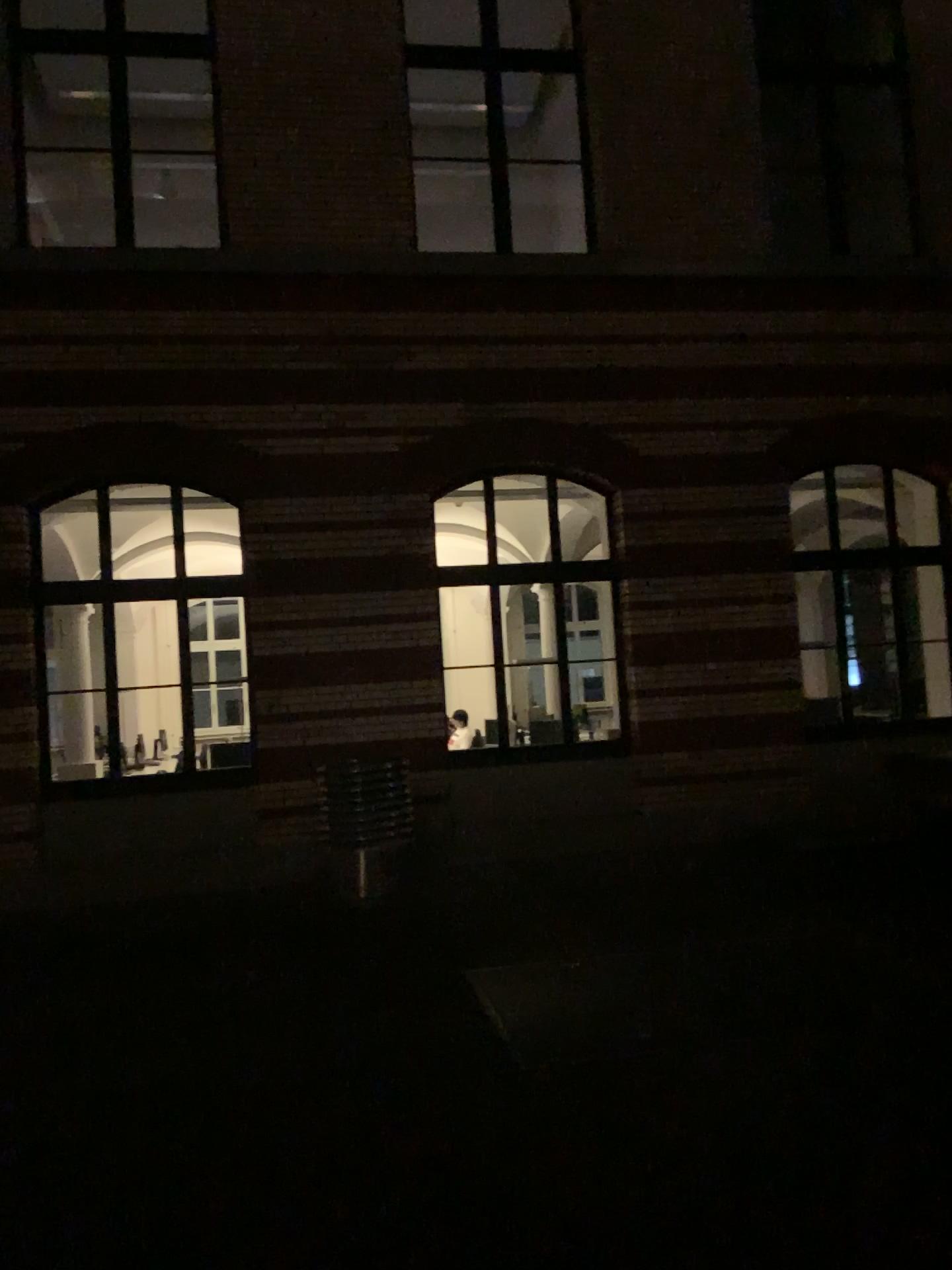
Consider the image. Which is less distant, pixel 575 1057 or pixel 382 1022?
pixel 575 1057
